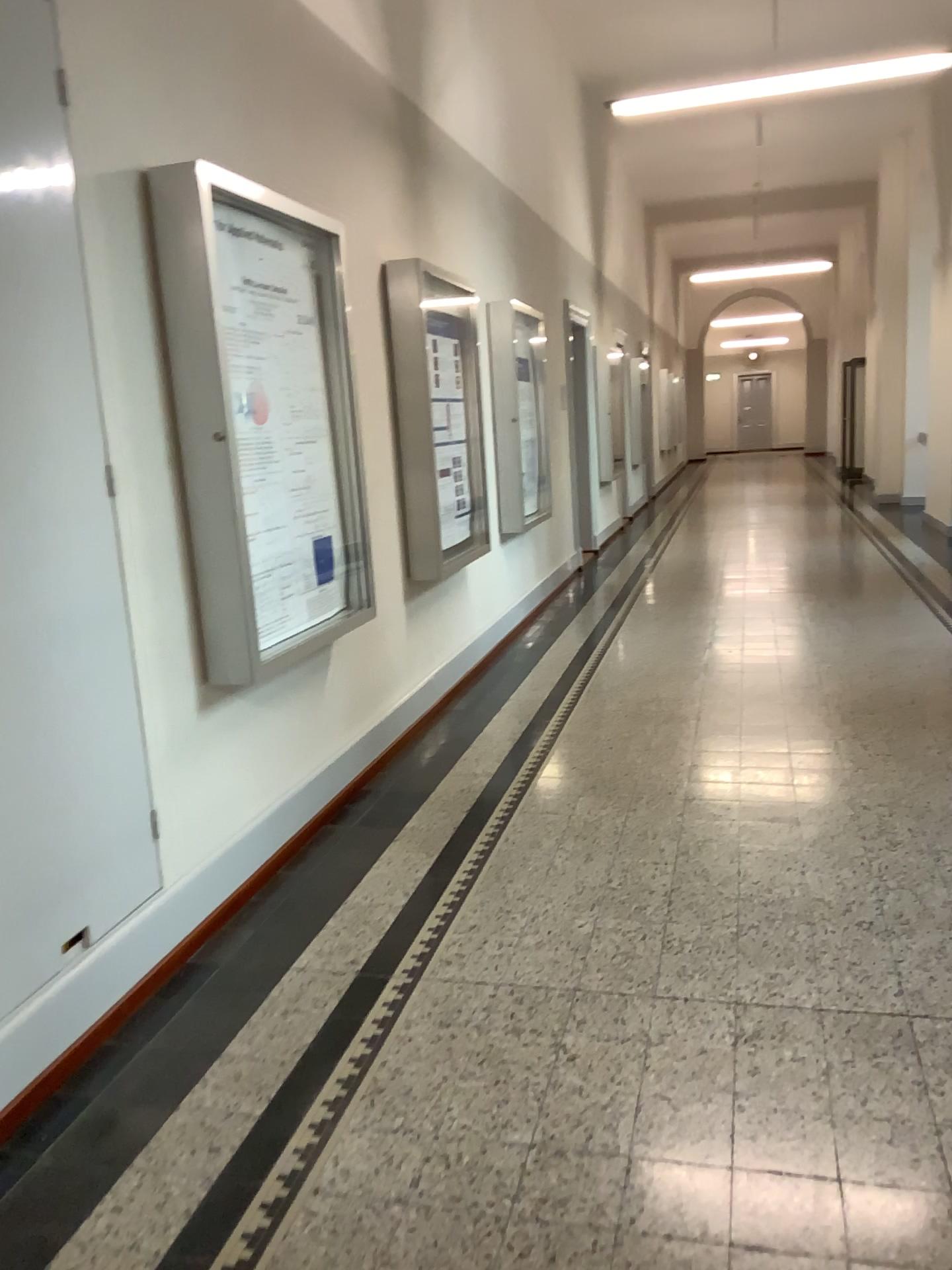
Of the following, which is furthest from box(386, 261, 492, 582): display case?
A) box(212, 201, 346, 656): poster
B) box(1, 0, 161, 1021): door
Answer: box(1, 0, 161, 1021): door

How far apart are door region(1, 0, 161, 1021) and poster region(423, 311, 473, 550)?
2.6m

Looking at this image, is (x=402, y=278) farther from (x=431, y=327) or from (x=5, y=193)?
(x=5, y=193)

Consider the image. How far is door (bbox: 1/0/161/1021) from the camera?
2.4 meters

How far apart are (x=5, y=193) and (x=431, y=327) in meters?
2.9 m

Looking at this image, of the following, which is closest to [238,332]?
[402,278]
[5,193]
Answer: [5,193]

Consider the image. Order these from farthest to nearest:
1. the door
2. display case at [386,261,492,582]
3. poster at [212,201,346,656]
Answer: display case at [386,261,492,582] < poster at [212,201,346,656] < the door

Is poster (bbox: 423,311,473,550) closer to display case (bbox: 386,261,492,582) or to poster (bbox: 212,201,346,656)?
display case (bbox: 386,261,492,582)

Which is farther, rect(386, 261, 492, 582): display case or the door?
rect(386, 261, 492, 582): display case

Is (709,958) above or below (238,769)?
below
